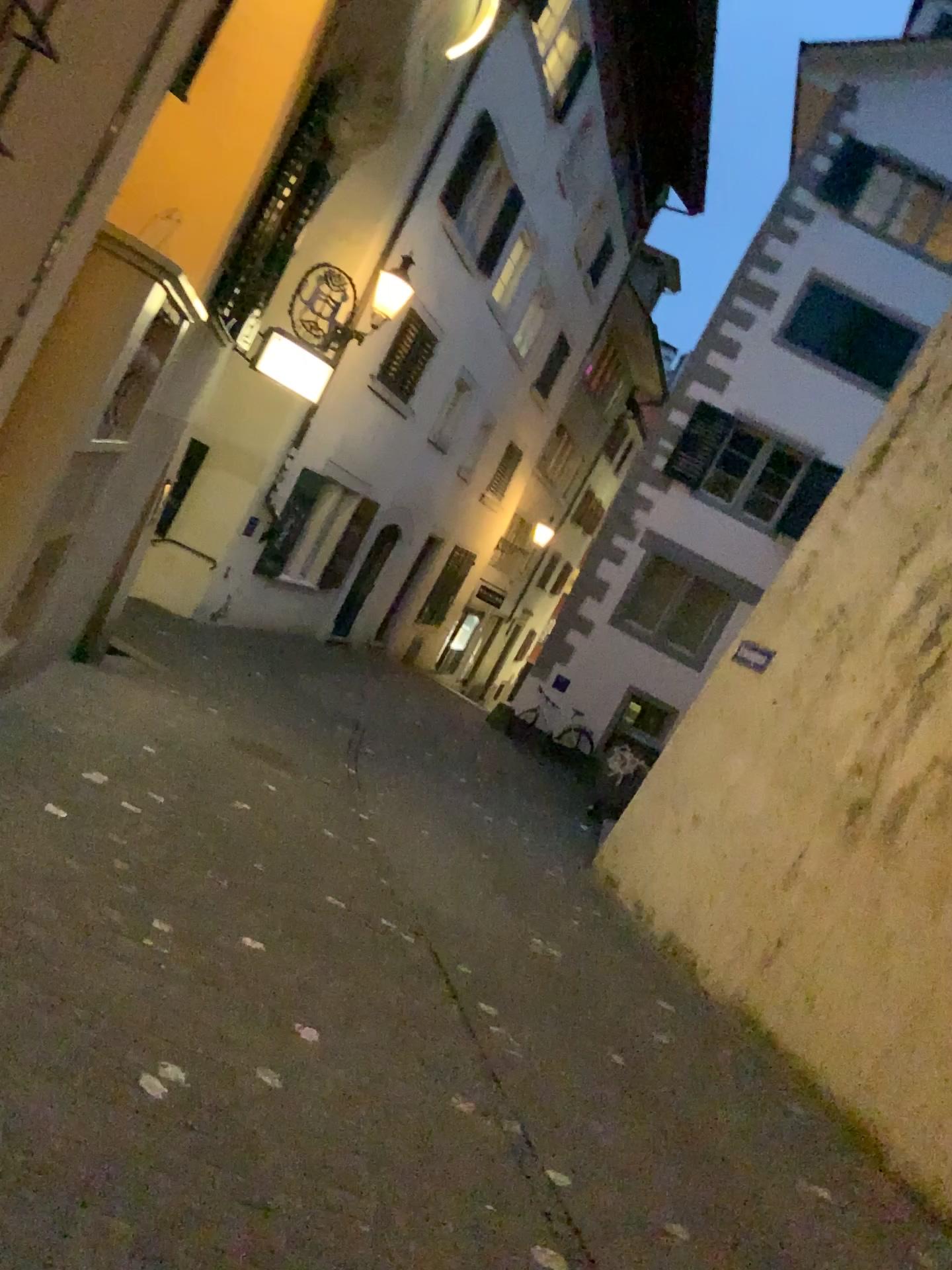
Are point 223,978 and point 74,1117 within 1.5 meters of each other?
yes
